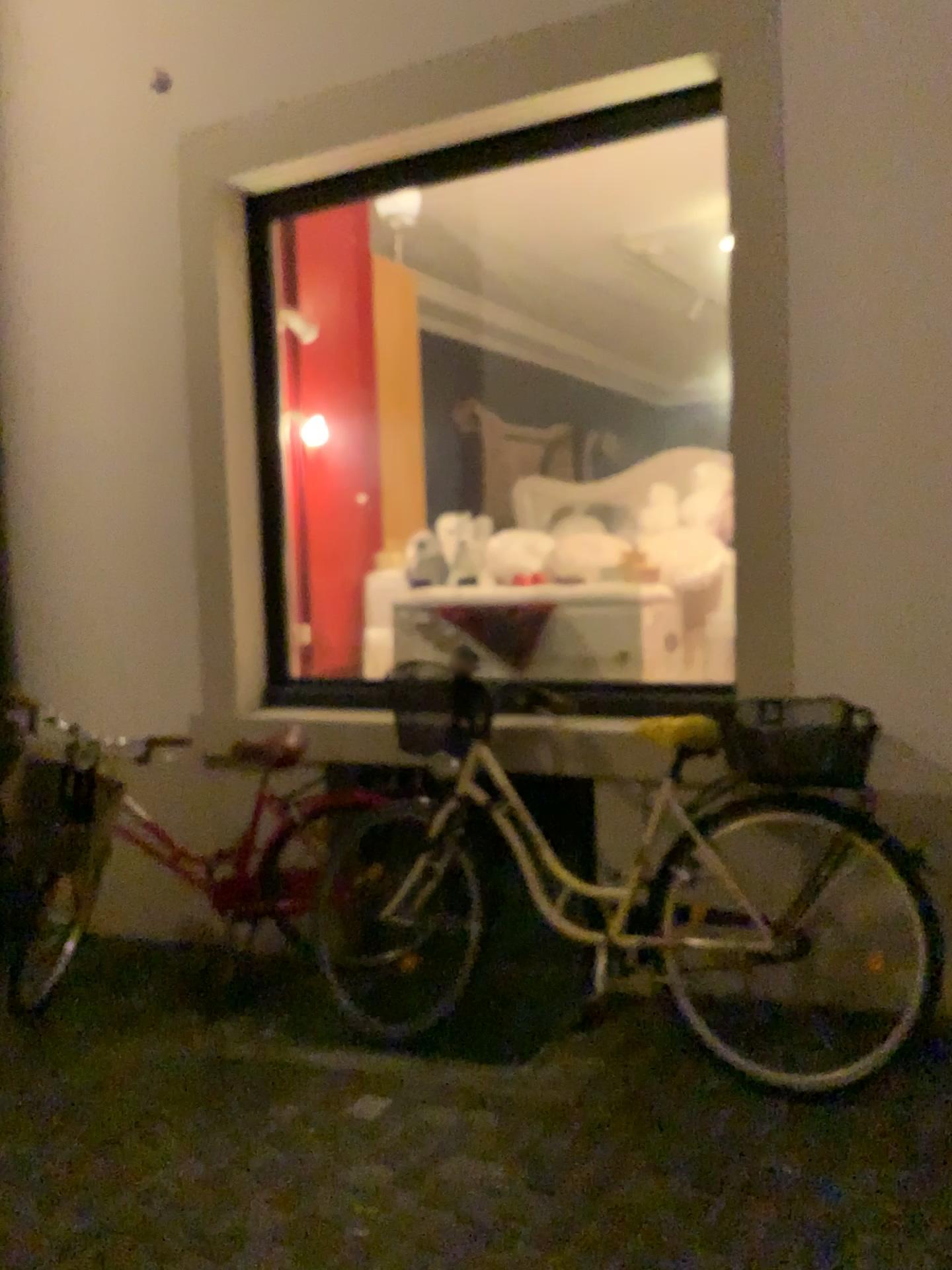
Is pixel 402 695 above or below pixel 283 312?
below

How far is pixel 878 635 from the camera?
2.9 meters

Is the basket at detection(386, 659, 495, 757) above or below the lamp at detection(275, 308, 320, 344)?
below

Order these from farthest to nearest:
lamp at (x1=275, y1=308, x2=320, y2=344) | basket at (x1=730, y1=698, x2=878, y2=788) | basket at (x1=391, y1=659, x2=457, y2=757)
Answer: lamp at (x1=275, y1=308, x2=320, y2=344) → basket at (x1=391, y1=659, x2=457, y2=757) → basket at (x1=730, y1=698, x2=878, y2=788)

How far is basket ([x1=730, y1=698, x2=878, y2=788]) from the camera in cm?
258

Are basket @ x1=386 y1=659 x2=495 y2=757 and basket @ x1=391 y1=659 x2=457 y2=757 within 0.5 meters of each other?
yes

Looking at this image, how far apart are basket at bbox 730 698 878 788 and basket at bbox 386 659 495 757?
0.86m

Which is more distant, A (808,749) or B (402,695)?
B (402,695)

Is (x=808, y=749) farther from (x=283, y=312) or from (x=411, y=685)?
(x=283, y=312)

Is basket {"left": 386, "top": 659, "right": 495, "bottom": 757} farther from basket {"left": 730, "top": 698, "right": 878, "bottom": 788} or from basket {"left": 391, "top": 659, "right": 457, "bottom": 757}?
basket {"left": 730, "top": 698, "right": 878, "bottom": 788}
